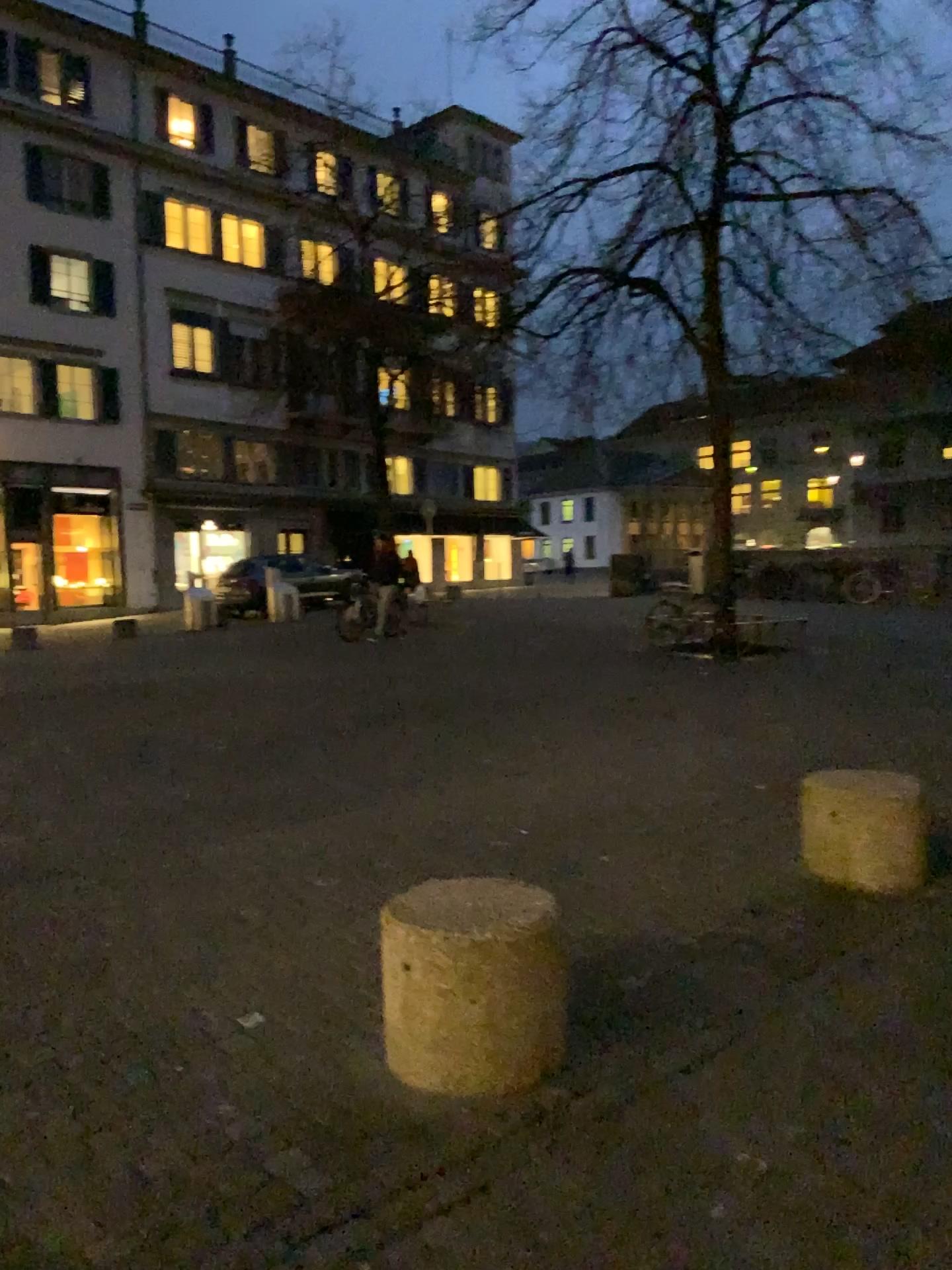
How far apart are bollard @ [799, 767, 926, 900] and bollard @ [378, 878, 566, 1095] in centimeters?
196cm

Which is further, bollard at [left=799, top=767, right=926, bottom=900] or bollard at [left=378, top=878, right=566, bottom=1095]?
bollard at [left=799, top=767, right=926, bottom=900]

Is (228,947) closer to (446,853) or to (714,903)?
(446,853)

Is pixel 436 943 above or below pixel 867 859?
above

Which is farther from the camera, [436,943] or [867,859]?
[867,859]

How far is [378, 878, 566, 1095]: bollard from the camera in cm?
267

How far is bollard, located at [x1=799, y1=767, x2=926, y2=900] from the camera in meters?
4.3

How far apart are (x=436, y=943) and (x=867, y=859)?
2.33m
